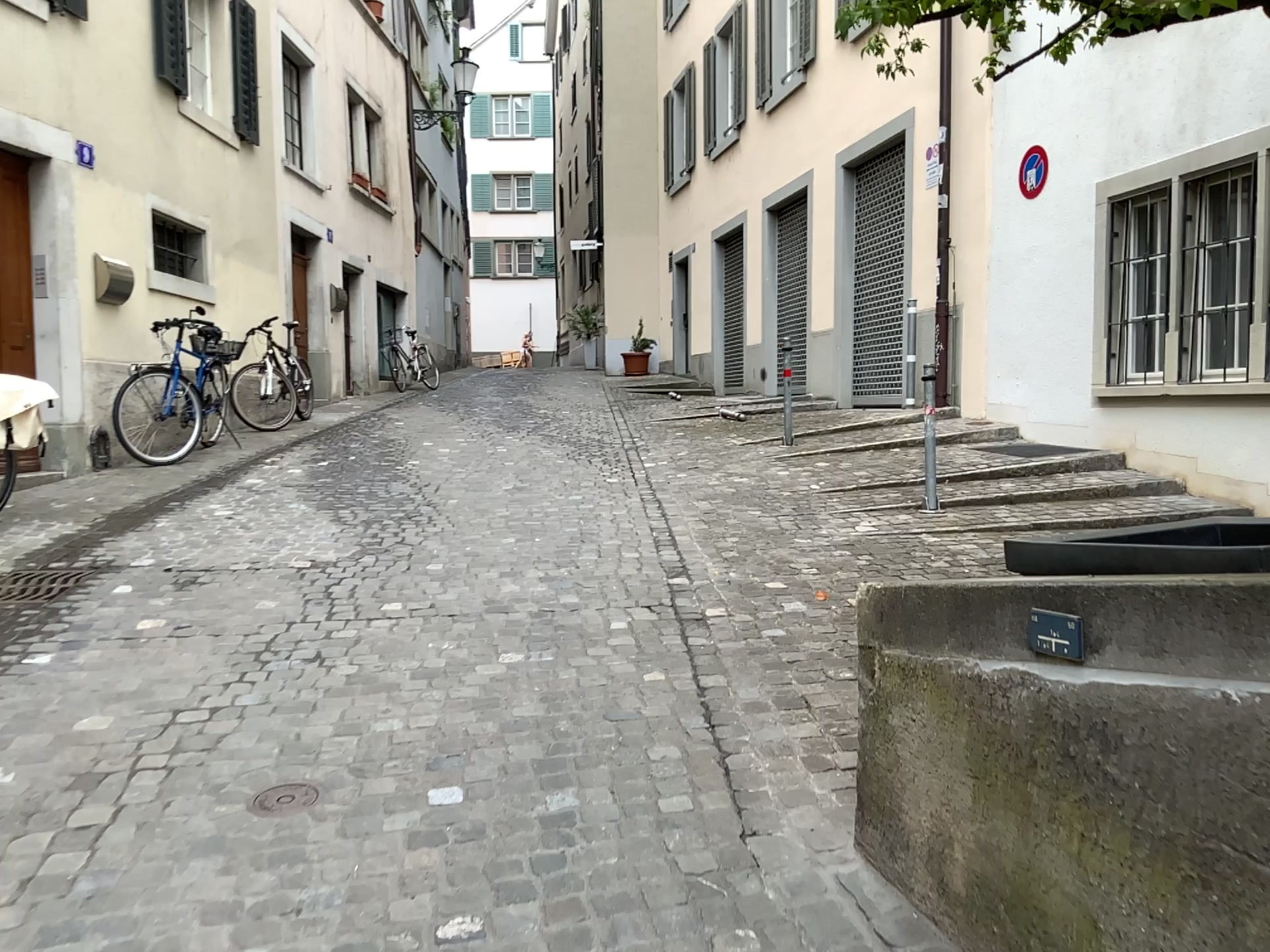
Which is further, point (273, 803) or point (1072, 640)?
point (273, 803)

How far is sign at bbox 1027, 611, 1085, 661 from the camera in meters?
1.8

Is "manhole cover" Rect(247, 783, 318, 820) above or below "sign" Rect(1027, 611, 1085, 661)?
below

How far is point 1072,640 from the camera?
1.75m

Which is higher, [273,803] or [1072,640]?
[1072,640]

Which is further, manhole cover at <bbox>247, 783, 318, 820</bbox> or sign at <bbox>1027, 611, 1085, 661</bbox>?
manhole cover at <bbox>247, 783, 318, 820</bbox>

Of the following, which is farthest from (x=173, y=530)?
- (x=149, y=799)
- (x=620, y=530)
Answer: (x=149, y=799)
